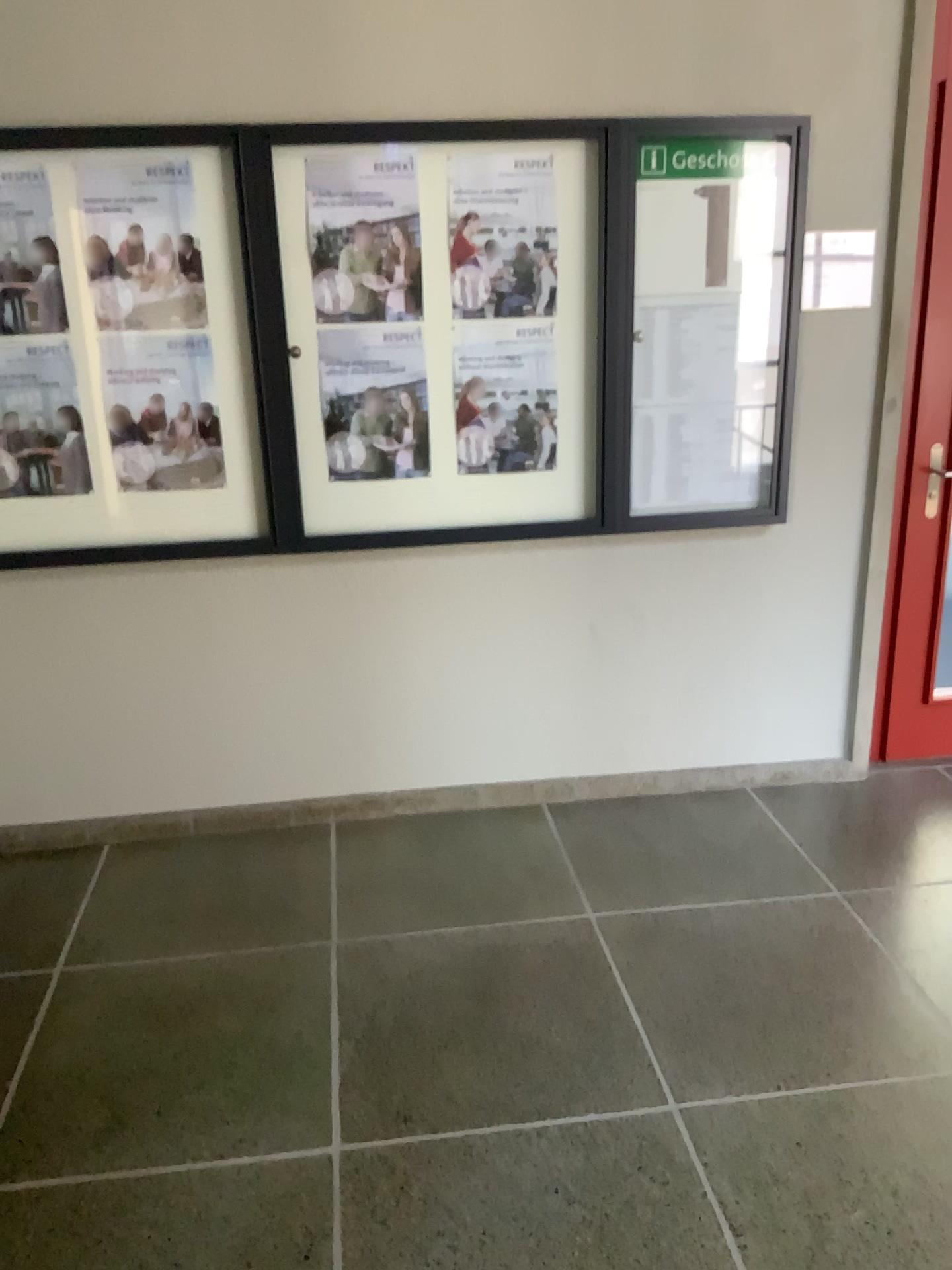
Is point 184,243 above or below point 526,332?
above

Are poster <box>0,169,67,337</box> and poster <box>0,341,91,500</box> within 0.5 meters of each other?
yes

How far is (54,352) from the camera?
2.87m

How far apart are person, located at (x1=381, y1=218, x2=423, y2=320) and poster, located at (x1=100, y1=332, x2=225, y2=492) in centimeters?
54cm

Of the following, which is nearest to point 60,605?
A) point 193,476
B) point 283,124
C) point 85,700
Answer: point 85,700

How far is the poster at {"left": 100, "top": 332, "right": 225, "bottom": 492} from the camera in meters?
2.9

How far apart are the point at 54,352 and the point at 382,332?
0.9m

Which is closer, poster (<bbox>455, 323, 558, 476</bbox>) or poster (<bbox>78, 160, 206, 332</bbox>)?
poster (<bbox>78, 160, 206, 332</bbox>)

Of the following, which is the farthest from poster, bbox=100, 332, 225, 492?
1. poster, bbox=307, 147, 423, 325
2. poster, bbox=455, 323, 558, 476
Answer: poster, bbox=455, 323, 558, 476

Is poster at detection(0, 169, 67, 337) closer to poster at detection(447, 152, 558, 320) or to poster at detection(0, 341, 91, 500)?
poster at detection(0, 341, 91, 500)
